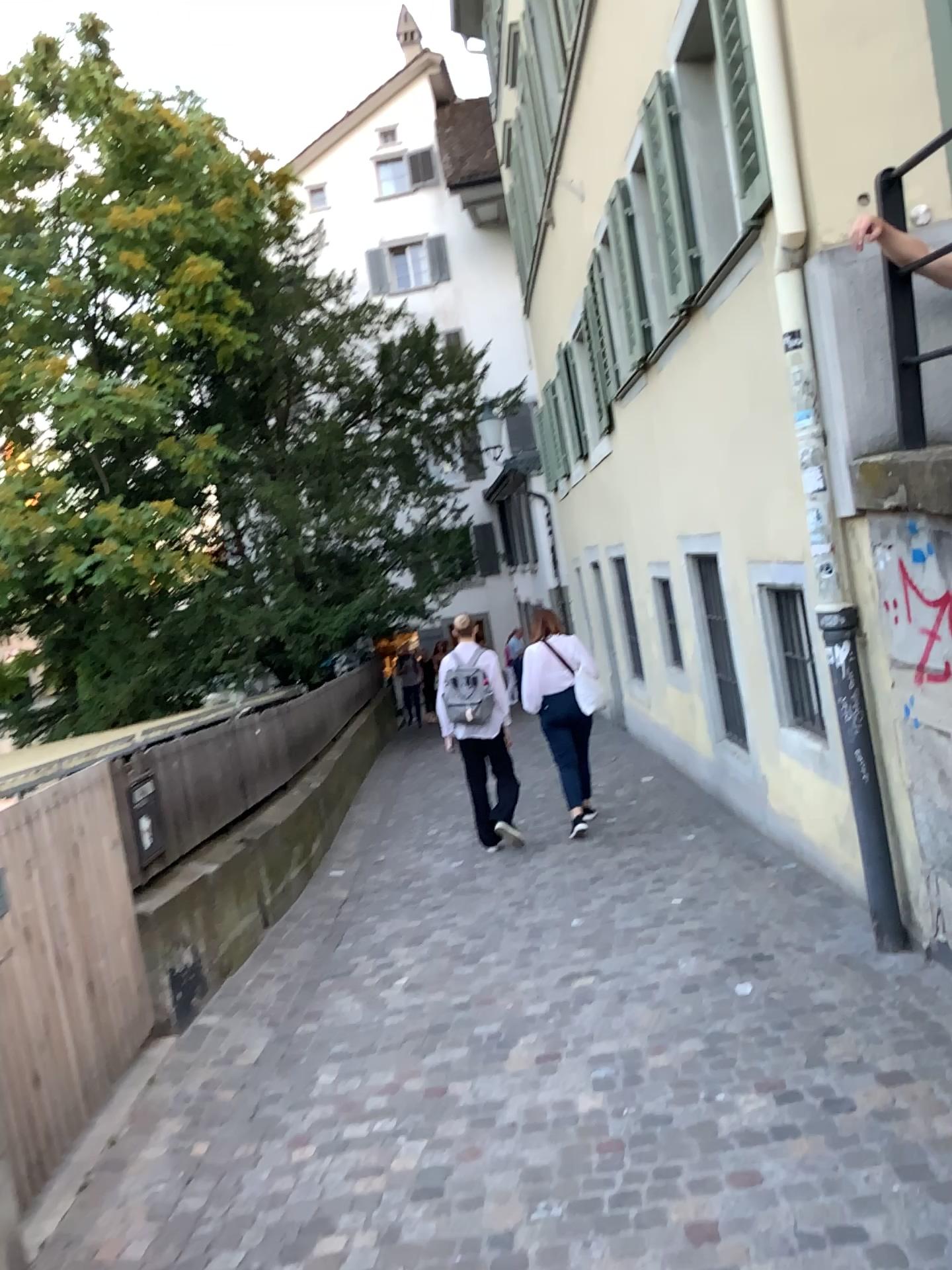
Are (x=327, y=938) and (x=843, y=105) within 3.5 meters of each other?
no
